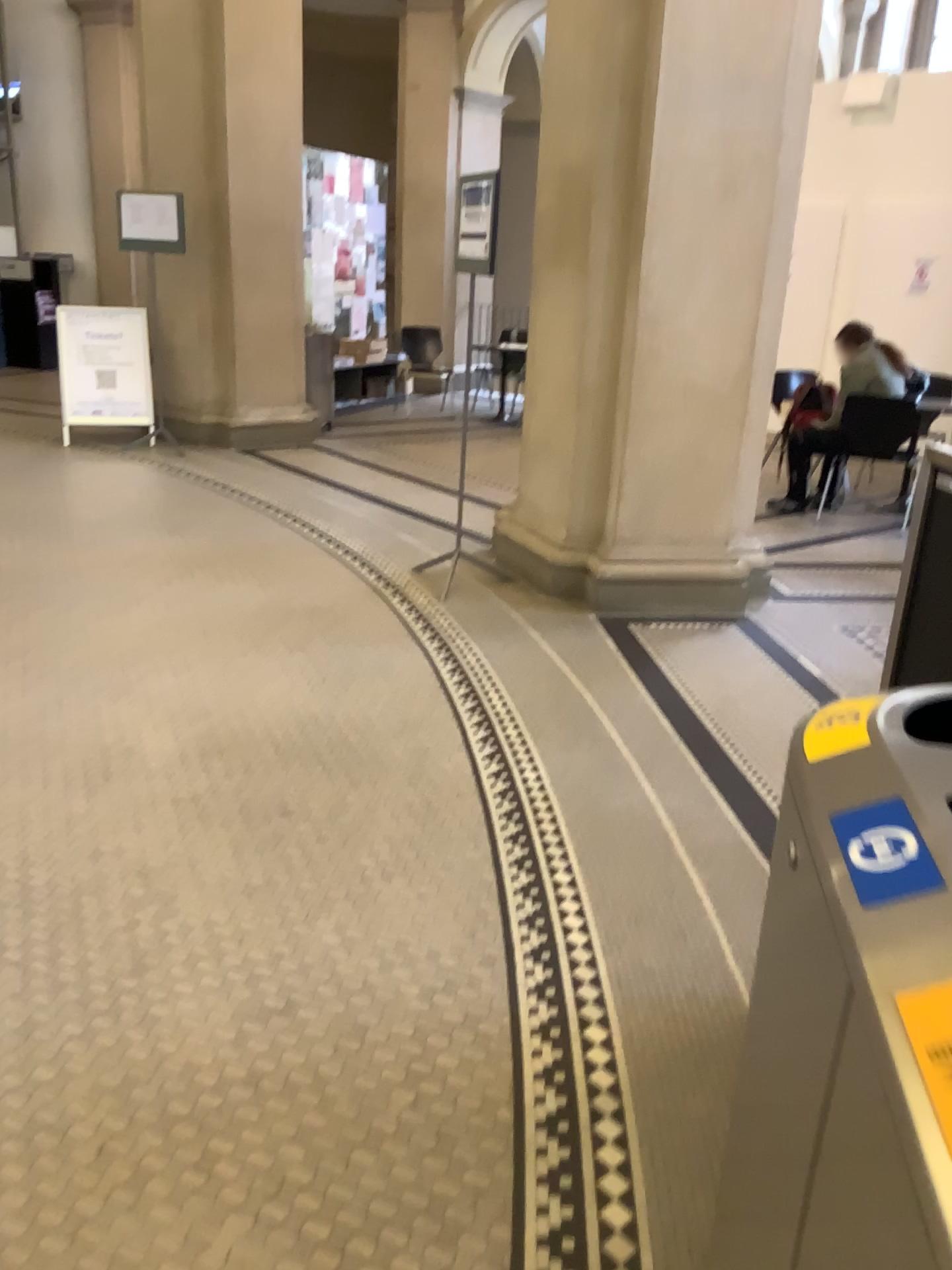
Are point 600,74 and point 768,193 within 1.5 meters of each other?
yes

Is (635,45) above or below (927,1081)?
above

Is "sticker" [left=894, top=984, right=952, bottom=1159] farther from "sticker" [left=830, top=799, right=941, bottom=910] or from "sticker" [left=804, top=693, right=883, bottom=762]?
"sticker" [left=804, top=693, right=883, bottom=762]

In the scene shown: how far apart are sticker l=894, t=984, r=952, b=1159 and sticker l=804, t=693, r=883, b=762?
0.4 meters

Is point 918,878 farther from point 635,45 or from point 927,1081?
point 635,45

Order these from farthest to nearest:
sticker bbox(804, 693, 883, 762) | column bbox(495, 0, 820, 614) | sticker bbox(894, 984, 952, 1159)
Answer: column bbox(495, 0, 820, 614)
sticker bbox(804, 693, 883, 762)
sticker bbox(894, 984, 952, 1159)

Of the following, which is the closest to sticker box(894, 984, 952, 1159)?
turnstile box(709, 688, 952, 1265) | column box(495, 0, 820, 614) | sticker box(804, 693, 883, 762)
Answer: turnstile box(709, 688, 952, 1265)

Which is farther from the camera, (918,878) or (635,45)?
(635,45)

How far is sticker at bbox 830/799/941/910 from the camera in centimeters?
87cm

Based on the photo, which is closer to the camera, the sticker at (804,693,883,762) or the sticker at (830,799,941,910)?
the sticker at (830,799,941,910)
